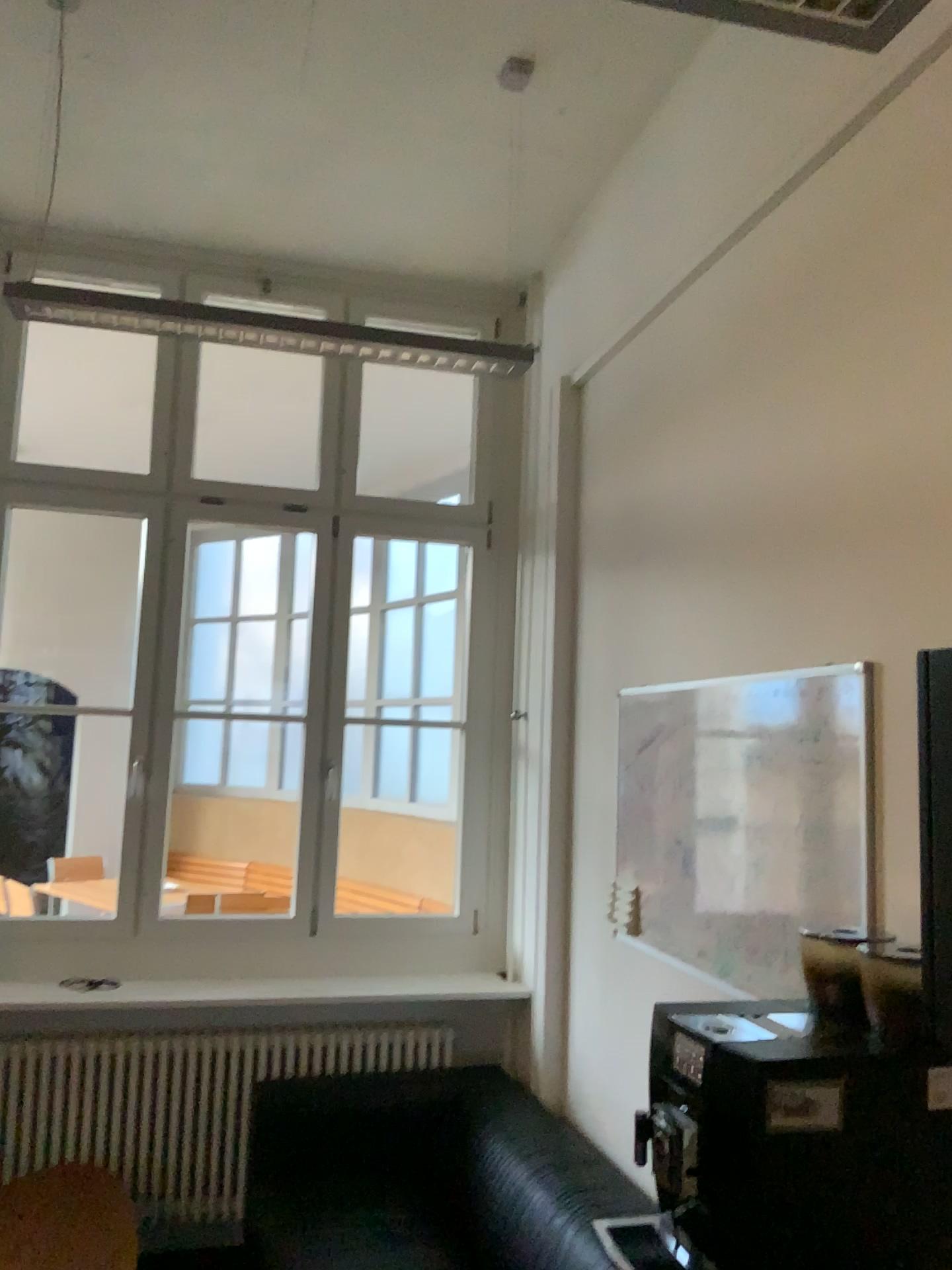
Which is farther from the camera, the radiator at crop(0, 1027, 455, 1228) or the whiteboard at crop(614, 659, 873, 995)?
the radiator at crop(0, 1027, 455, 1228)

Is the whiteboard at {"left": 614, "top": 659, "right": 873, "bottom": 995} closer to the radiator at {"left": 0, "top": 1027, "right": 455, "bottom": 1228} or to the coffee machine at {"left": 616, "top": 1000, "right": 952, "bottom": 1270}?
the coffee machine at {"left": 616, "top": 1000, "right": 952, "bottom": 1270}

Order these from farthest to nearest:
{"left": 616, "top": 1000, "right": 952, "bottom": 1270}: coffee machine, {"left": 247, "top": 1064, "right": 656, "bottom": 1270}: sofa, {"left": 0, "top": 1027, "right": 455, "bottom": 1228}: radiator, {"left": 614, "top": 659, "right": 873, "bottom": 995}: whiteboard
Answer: {"left": 0, "top": 1027, "right": 455, "bottom": 1228}: radiator → {"left": 247, "top": 1064, "right": 656, "bottom": 1270}: sofa → {"left": 614, "top": 659, "right": 873, "bottom": 995}: whiteboard → {"left": 616, "top": 1000, "right": 952, "bottom": 1270}: coffee machine

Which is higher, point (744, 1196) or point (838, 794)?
point (838, 794)

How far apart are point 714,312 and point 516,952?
2.3 meters

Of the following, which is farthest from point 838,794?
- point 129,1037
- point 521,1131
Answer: point 129,1037

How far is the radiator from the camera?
3.4 meters

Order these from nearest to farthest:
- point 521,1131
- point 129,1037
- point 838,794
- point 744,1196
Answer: point 744,1196, point 838,794, point 521,1131, point 129,1037

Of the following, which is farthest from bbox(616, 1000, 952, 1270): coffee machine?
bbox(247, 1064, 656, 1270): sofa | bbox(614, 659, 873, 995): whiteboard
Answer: bbox(247, 1064, 656, 1270): sofa

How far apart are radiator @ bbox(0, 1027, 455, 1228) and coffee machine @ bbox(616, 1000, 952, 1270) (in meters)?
2.36
